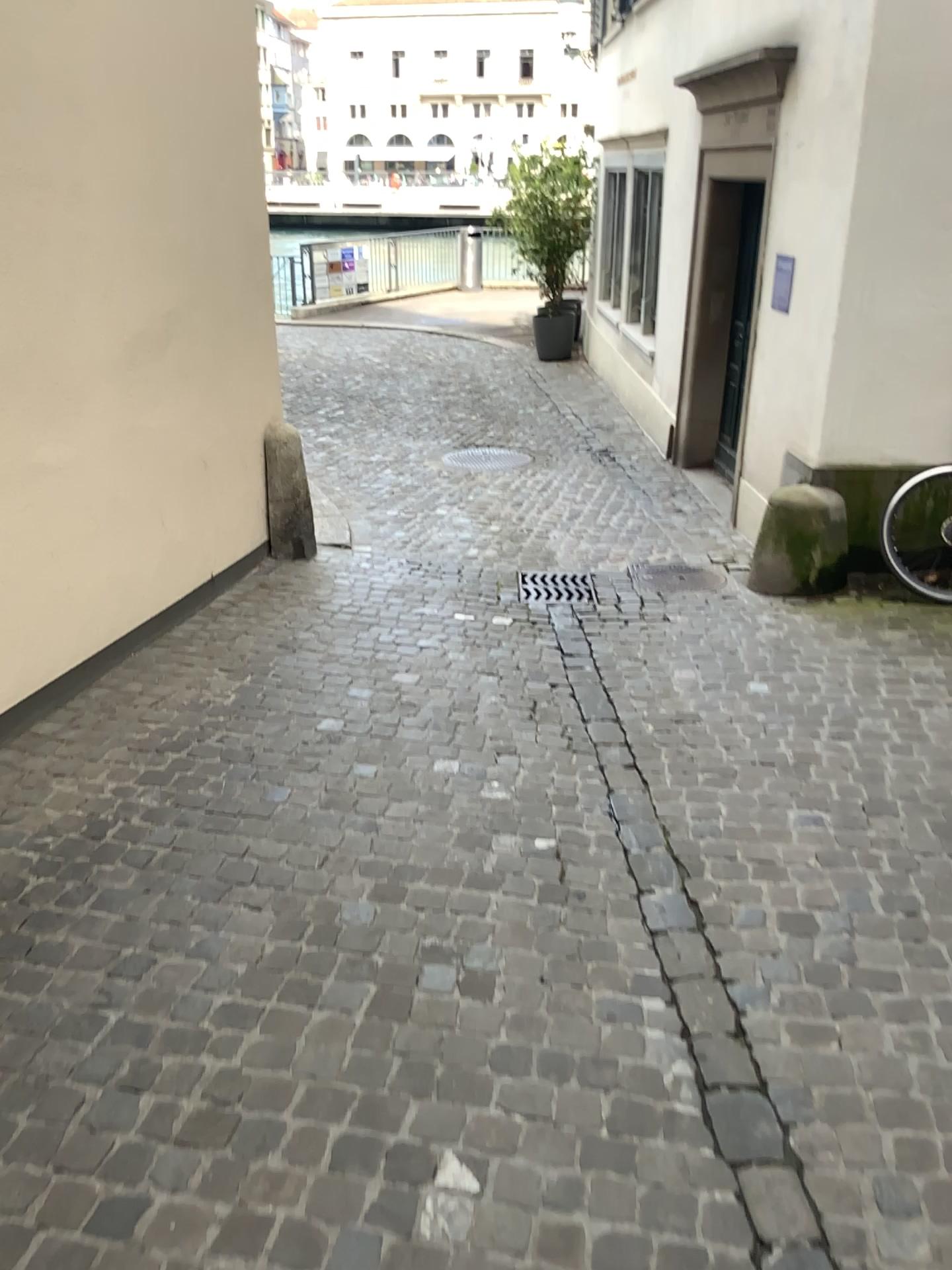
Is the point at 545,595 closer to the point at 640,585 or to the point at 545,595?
the point at 545,595

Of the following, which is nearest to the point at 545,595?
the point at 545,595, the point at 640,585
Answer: the point at 545,595

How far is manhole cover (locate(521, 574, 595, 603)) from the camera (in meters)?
5.13

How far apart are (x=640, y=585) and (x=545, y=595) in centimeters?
52cm

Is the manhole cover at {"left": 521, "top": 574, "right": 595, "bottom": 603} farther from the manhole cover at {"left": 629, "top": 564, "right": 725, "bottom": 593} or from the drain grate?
the manhole cover at {"left": 629, "top": 564, "right": 725, "bottom": 593}

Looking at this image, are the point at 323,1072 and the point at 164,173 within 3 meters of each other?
no

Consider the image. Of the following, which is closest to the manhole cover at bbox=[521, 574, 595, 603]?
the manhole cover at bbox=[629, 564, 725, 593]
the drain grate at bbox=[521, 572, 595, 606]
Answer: the drain grate at bbox=[521, 572, 595, 606]

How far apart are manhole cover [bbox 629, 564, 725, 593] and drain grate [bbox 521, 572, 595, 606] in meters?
0.3 m

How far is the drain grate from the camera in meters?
5.1 m

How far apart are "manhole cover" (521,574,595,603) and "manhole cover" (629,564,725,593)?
0.28m
